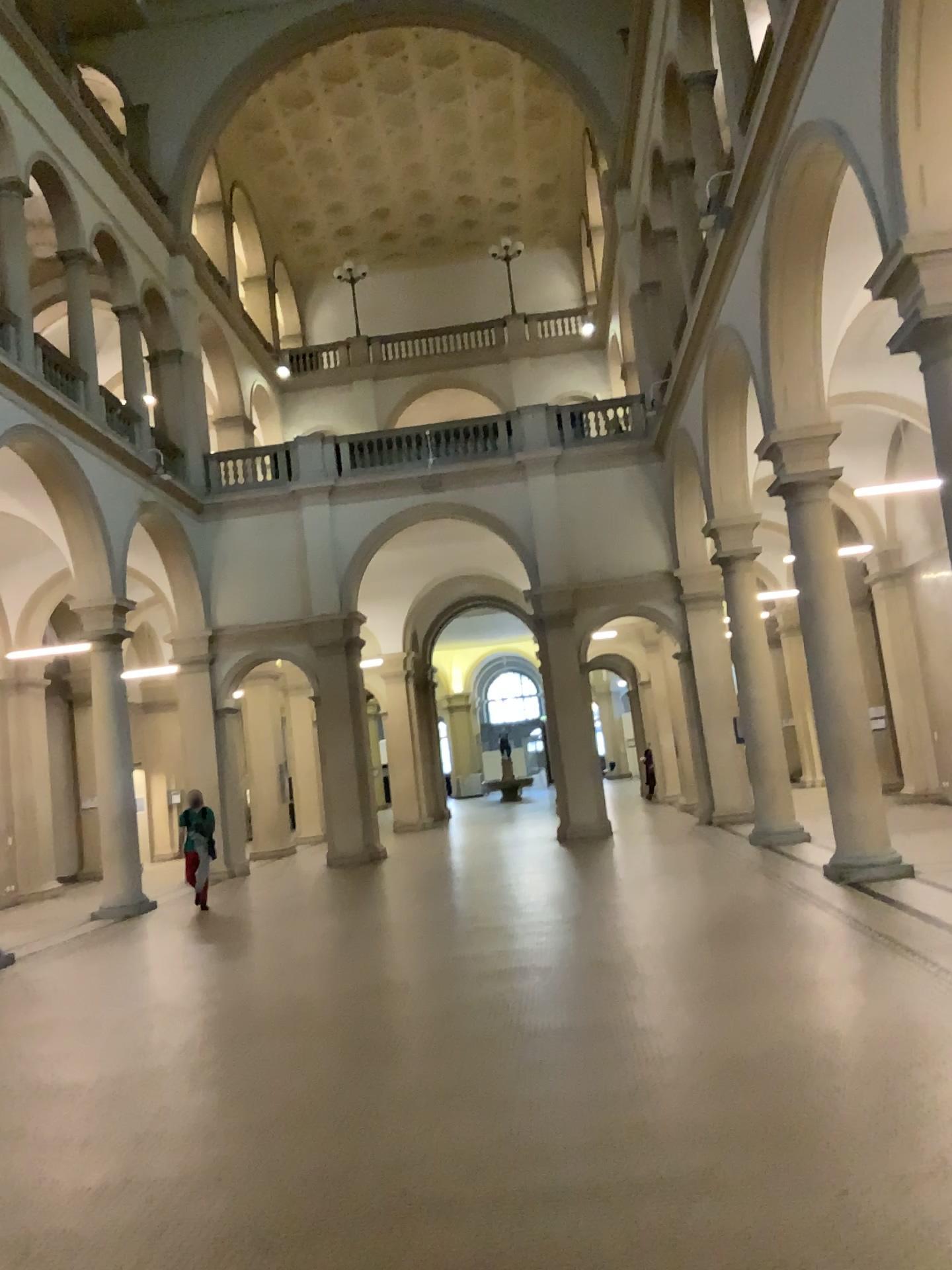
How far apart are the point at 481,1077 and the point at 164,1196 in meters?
1.6 m
